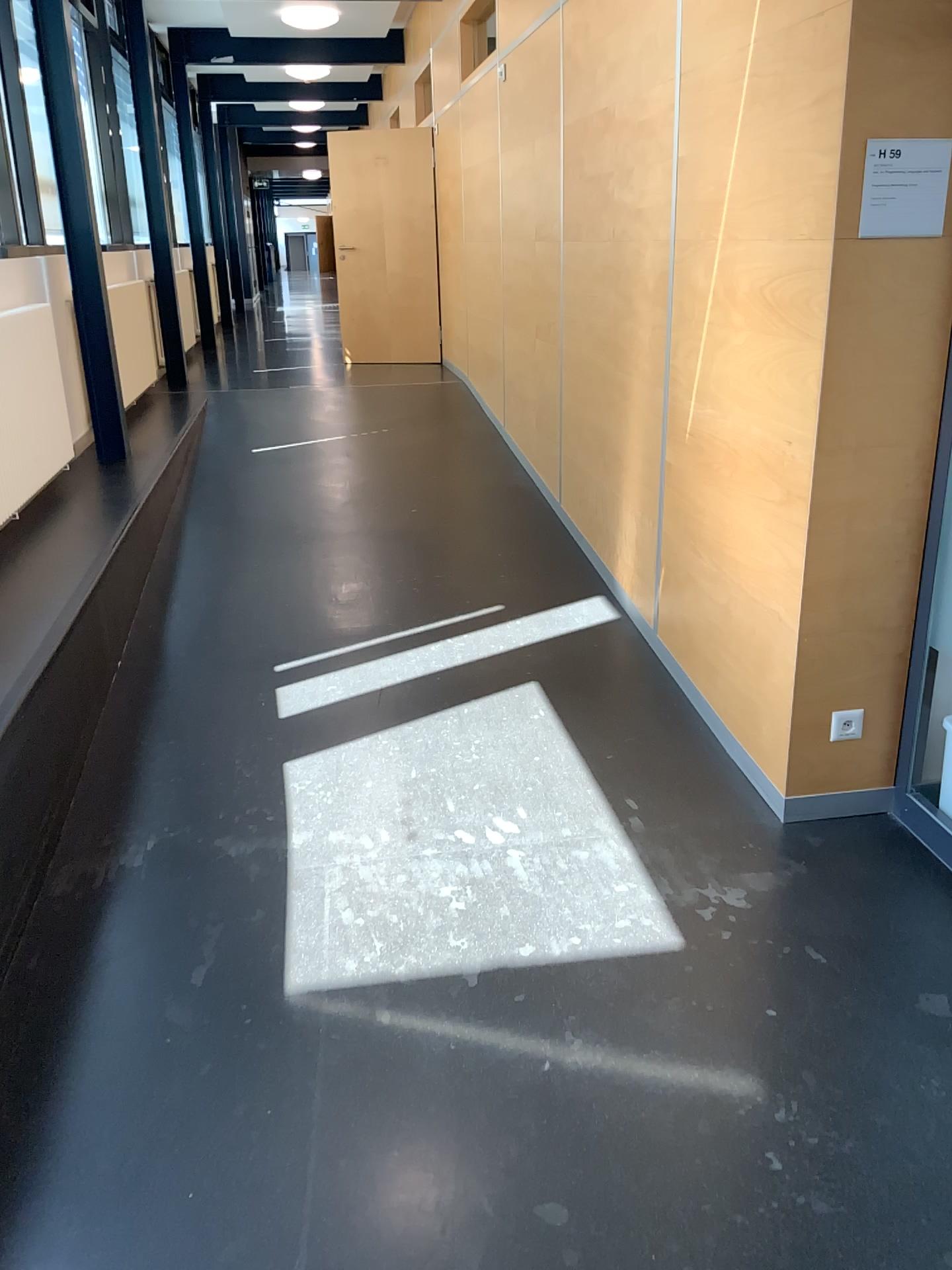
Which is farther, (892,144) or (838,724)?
(838,724)

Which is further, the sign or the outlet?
the outlet

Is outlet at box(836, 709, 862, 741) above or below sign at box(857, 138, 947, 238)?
below

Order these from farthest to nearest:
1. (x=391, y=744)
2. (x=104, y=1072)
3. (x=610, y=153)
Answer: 1. (x=610, y=153)
2. (x=391, y=744)
3. (x=104, y=1072)

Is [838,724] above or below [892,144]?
below

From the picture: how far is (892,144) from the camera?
2.4m

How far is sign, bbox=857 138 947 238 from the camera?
2.4 meters
